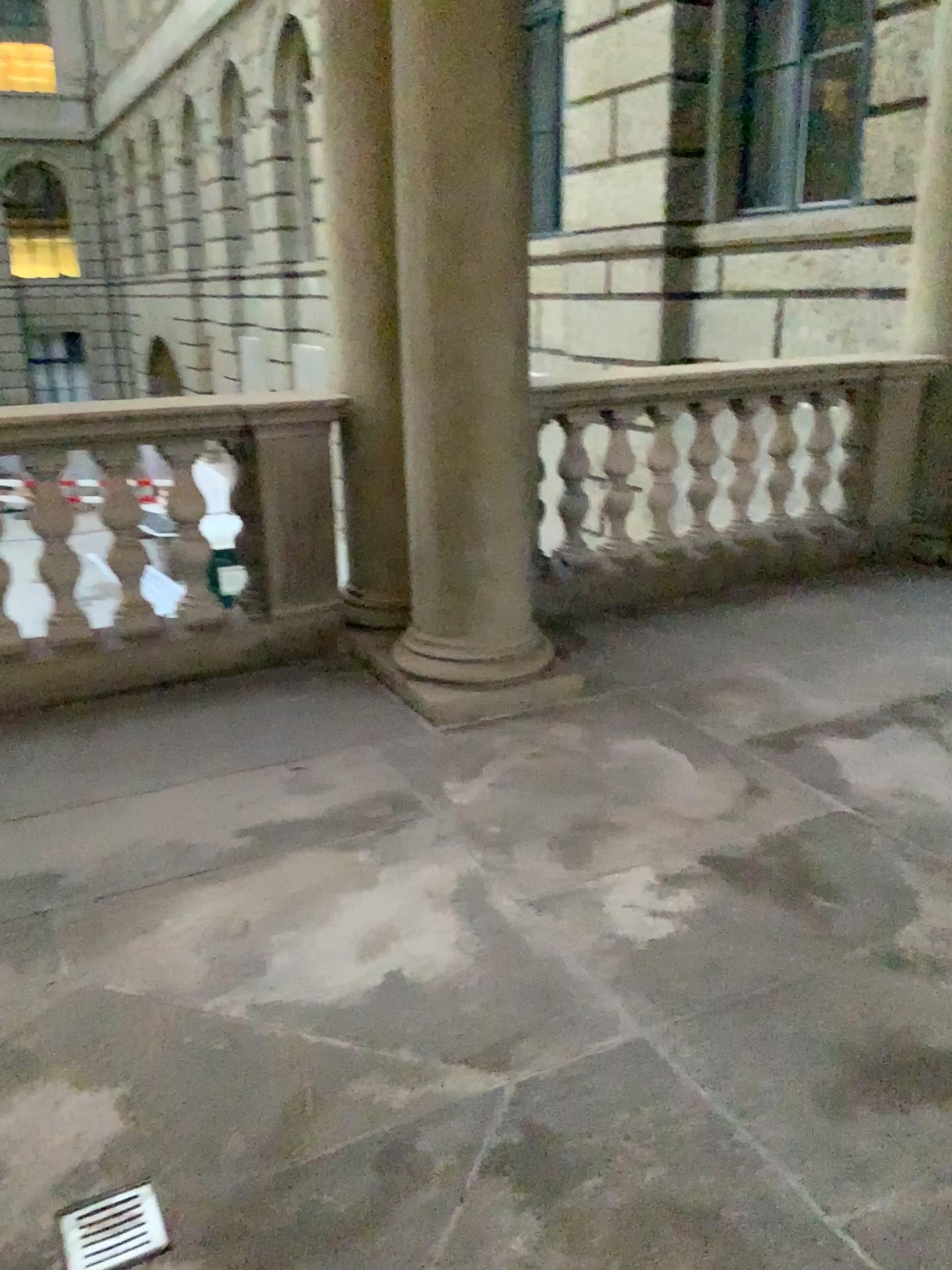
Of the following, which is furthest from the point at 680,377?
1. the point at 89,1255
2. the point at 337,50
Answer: the point at 89,1255

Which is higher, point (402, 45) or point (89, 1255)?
point (402, 45)

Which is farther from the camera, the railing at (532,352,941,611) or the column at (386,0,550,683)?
the railing at (532,352,941,611)

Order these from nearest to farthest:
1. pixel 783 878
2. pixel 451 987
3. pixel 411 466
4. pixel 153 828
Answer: pixel 451 987 → pixel 783 878 → pixel 153 828 → pixel 411 466

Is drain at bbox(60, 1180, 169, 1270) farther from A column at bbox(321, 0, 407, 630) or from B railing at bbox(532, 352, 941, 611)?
B railing at bbox(532, 352, 941, 611)

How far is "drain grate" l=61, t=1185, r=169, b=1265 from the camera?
1.6 meters

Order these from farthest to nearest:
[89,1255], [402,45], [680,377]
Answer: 1. [680,377]
2. [402,45]
3. [89,1255]

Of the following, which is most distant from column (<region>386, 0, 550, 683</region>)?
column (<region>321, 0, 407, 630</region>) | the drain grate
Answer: the drain grate

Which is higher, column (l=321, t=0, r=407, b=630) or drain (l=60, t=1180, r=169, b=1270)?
column (l=321, t=0, r=407, b=630)

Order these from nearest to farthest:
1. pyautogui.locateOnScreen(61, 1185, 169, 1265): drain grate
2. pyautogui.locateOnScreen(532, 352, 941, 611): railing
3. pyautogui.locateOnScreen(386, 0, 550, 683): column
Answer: pyautogui.locateOnScreen(61, 1185, 169, 1265): drain grate → pyautogui.locateOnScreen(386, 0, 550, 683): column → pyautogui.locateOnScreen(532, 352, 941, 611): railing
